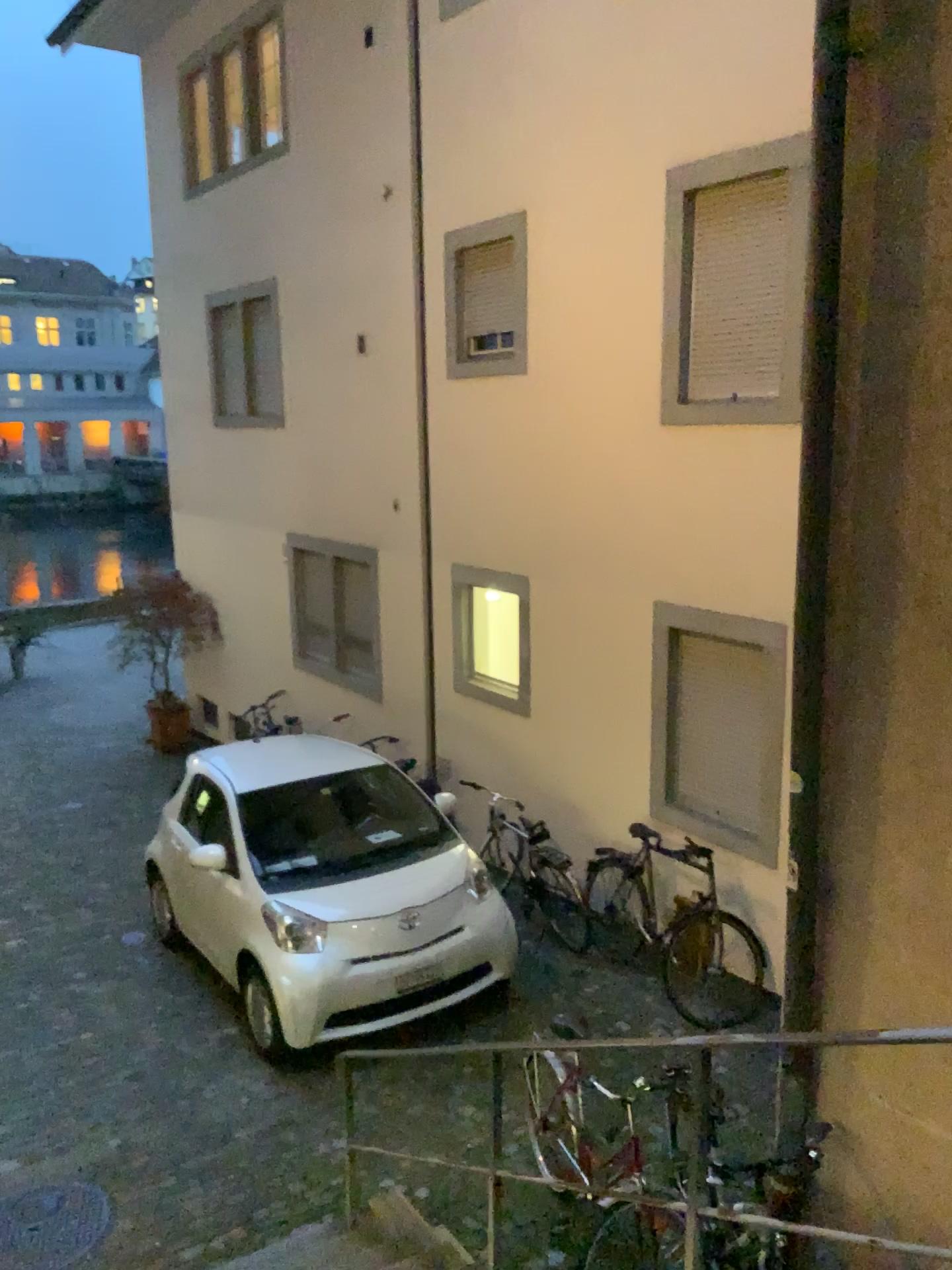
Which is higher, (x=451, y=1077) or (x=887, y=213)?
(x=887, y=213)
